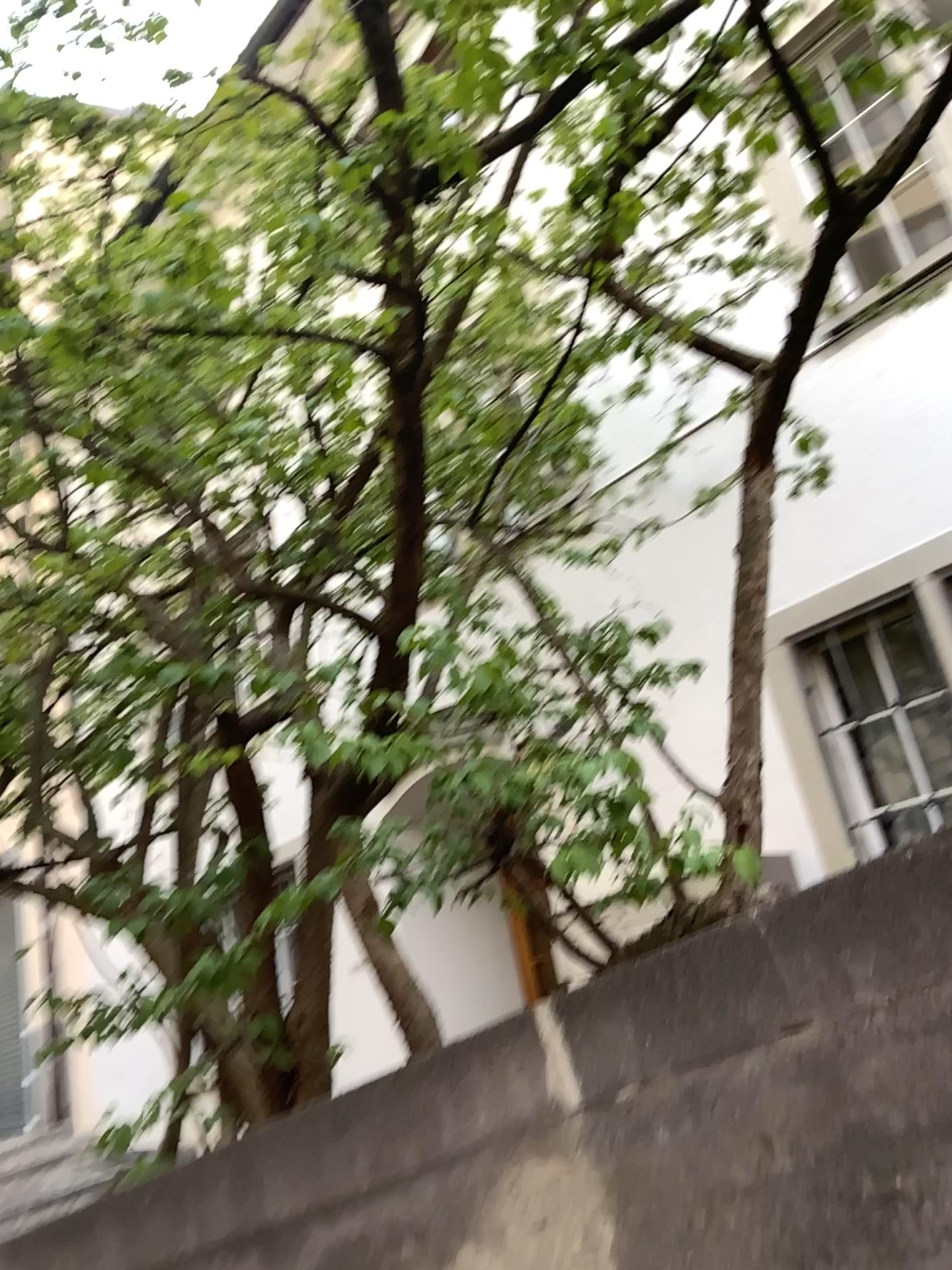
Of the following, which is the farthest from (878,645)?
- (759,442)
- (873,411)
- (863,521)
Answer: (759,442)
